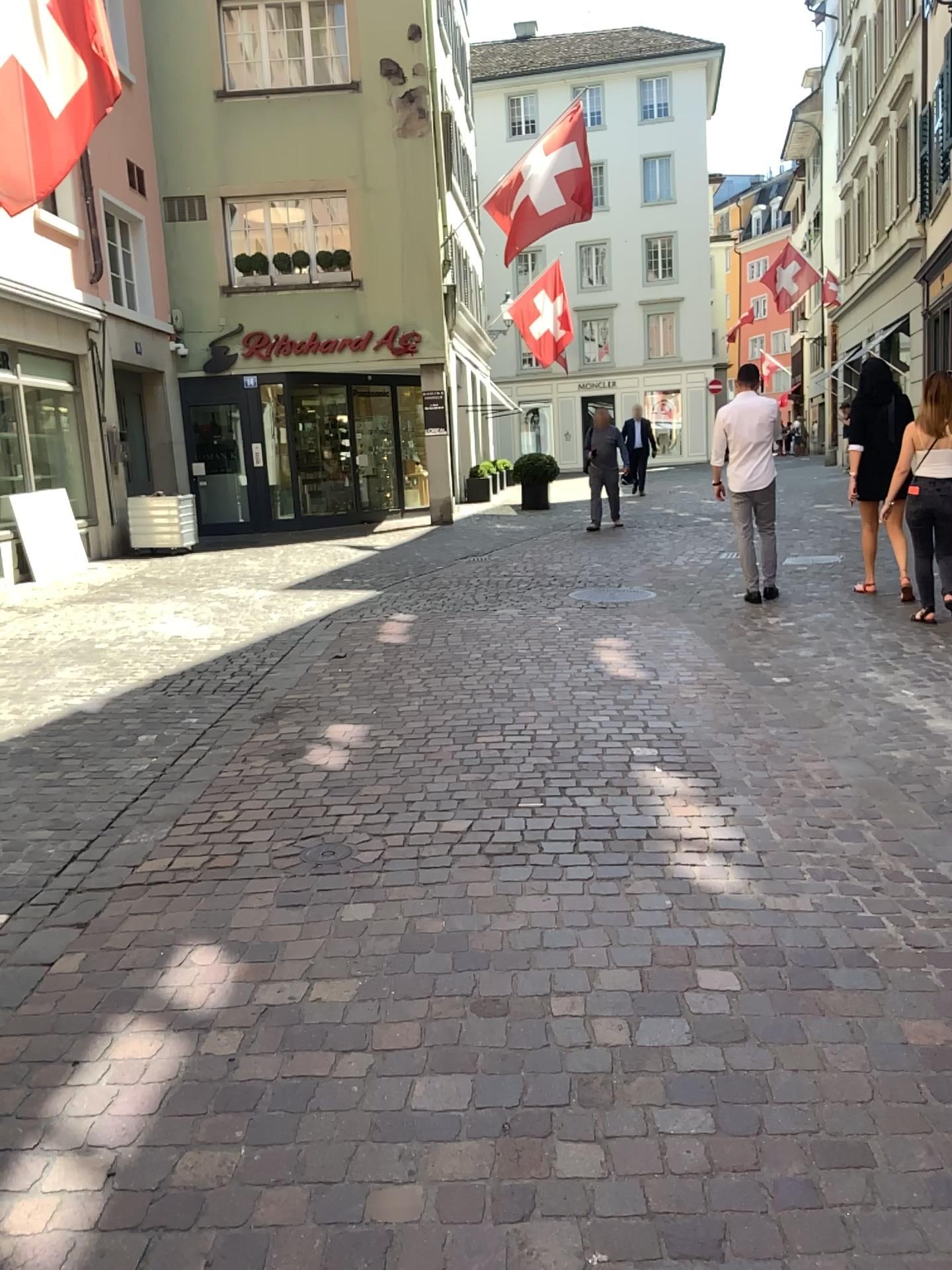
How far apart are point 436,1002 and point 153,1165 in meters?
0.7 m
